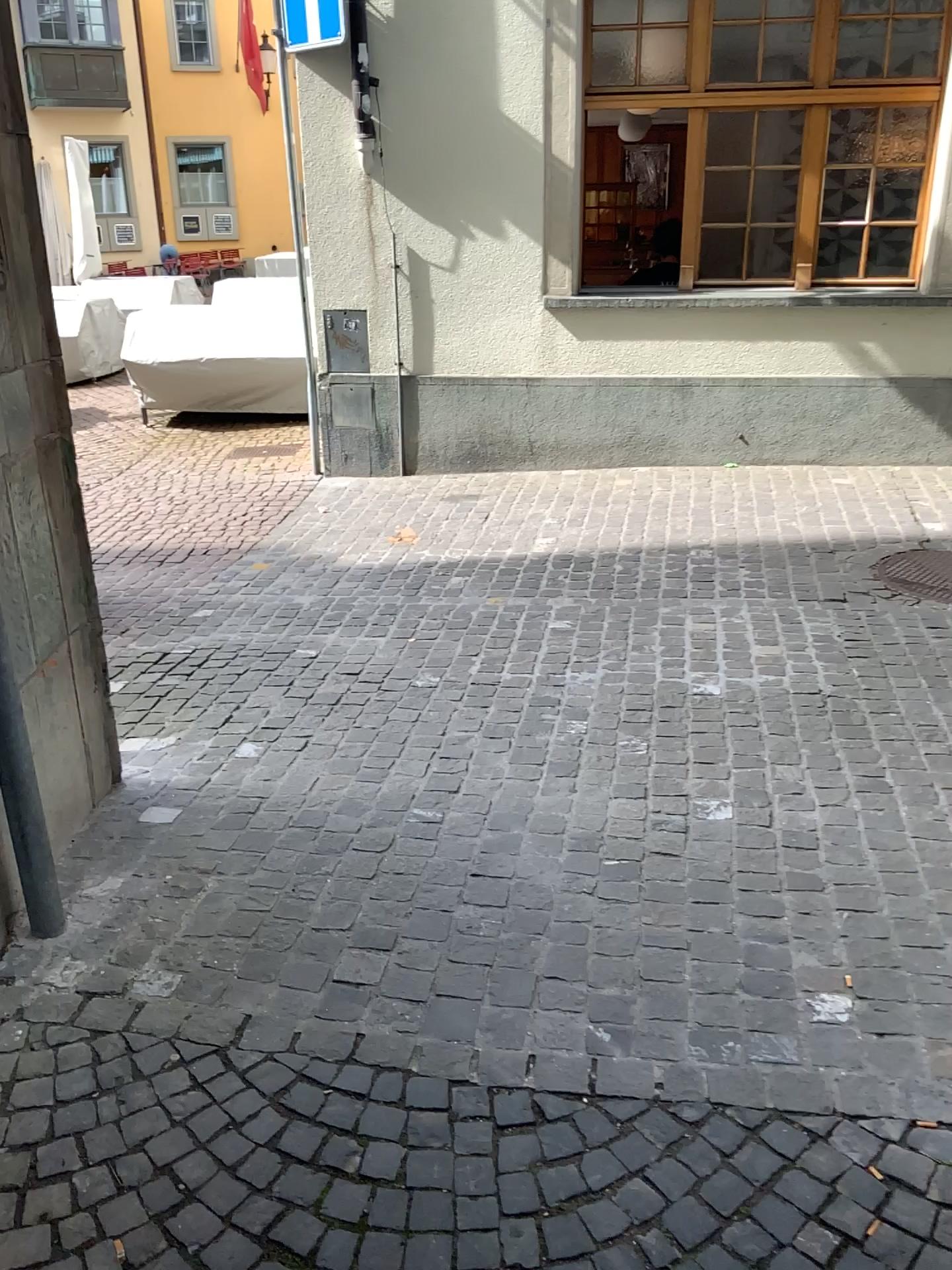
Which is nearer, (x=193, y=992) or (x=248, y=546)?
(x=193, y=992)

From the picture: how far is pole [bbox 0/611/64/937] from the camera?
2.5m

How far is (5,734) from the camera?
2.5 meters
